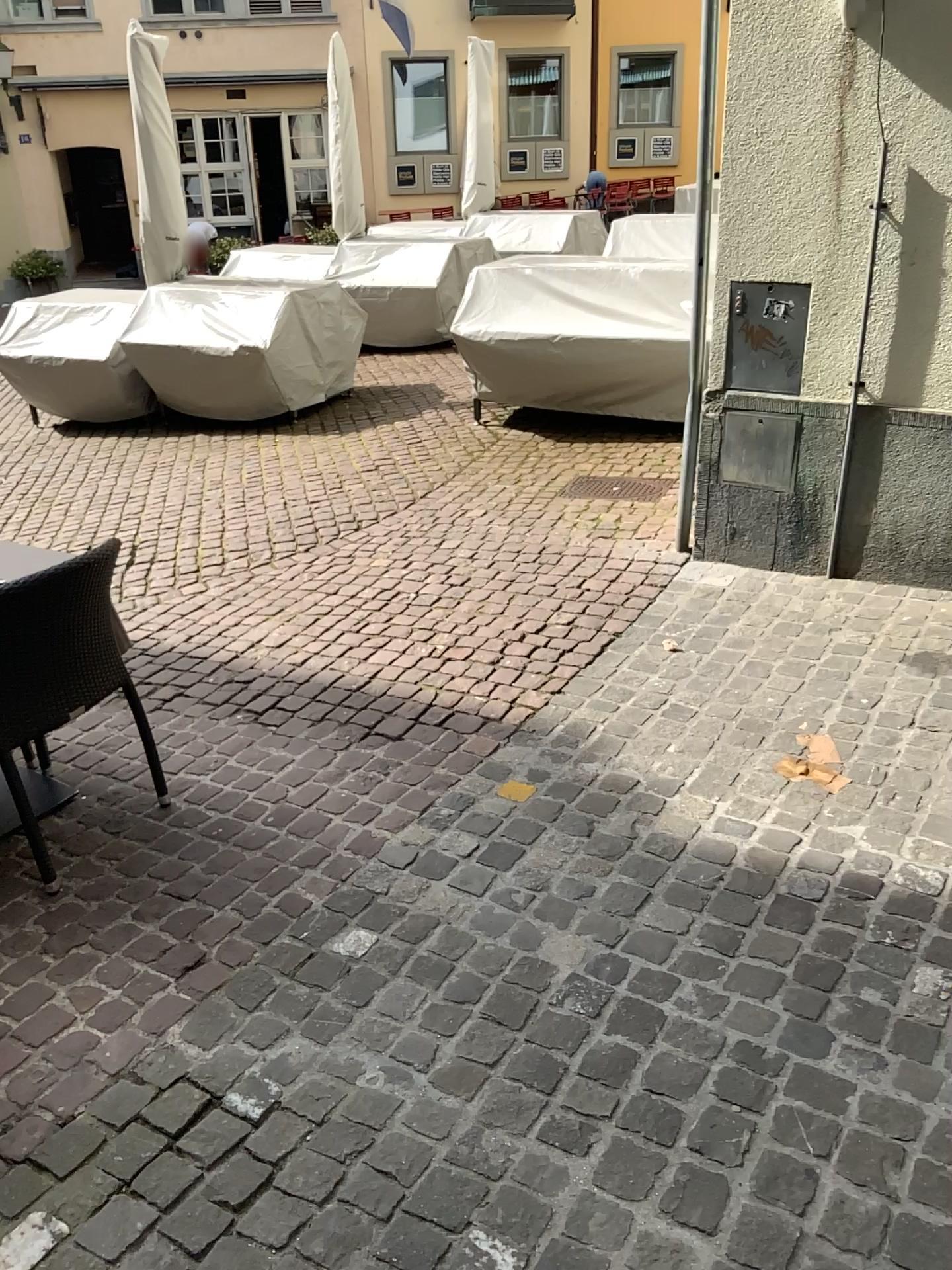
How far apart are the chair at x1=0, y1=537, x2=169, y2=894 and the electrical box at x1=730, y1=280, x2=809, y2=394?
A: 2.45m

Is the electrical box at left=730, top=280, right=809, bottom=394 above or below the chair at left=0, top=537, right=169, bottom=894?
above

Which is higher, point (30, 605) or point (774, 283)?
point (774, 283)

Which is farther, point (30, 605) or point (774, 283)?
point (774, 283)

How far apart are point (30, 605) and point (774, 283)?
2.8 meters

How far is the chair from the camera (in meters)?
2.58

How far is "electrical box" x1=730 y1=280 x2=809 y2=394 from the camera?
3.8m

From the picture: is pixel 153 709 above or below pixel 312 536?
below

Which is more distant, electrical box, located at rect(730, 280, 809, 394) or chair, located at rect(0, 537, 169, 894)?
electrical box, located at rect(730, 280, 809, 394)
